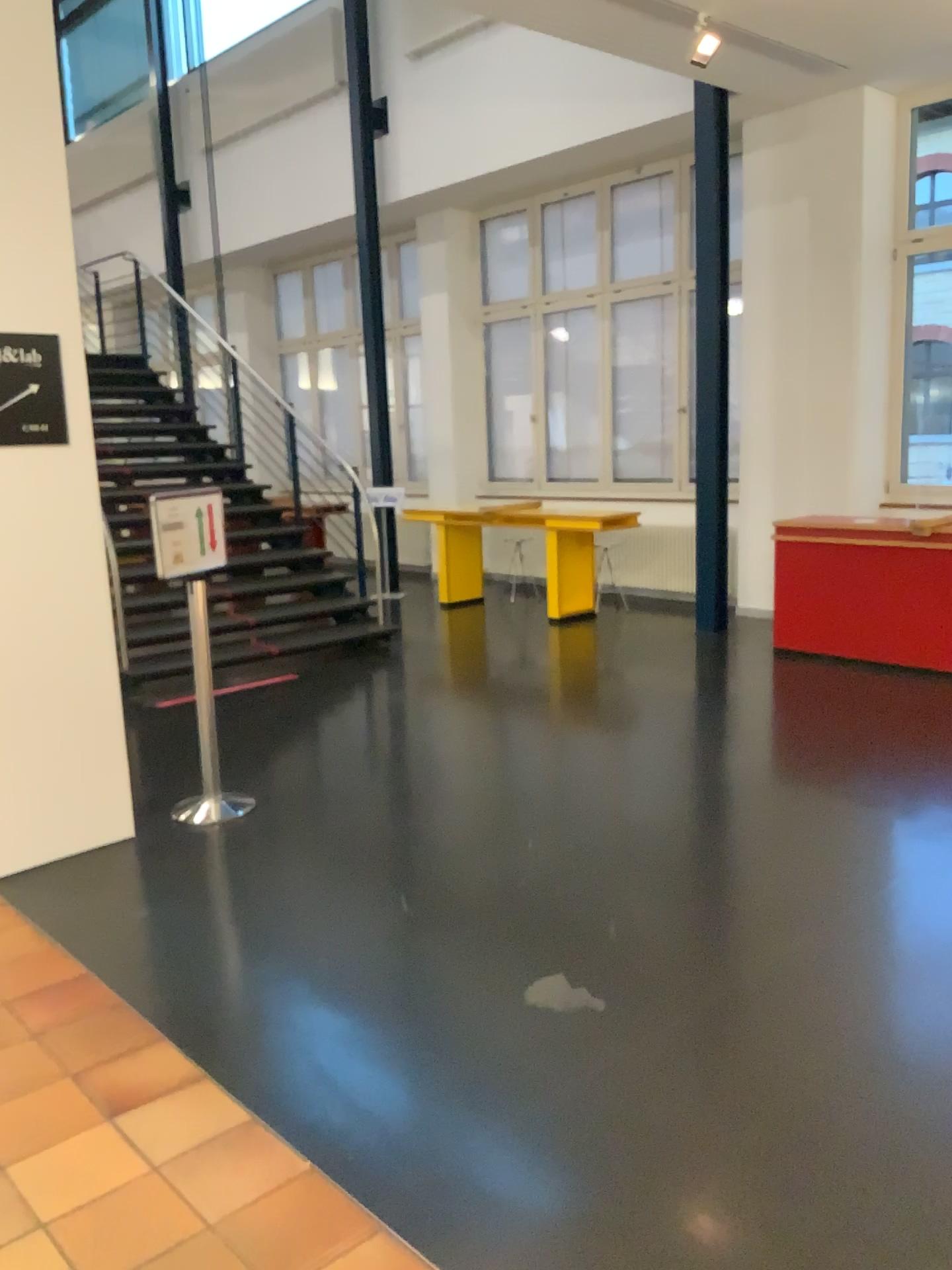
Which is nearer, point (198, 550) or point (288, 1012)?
point (288, 1012)

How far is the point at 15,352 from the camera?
3.8m

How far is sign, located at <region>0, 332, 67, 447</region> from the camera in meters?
3.8
